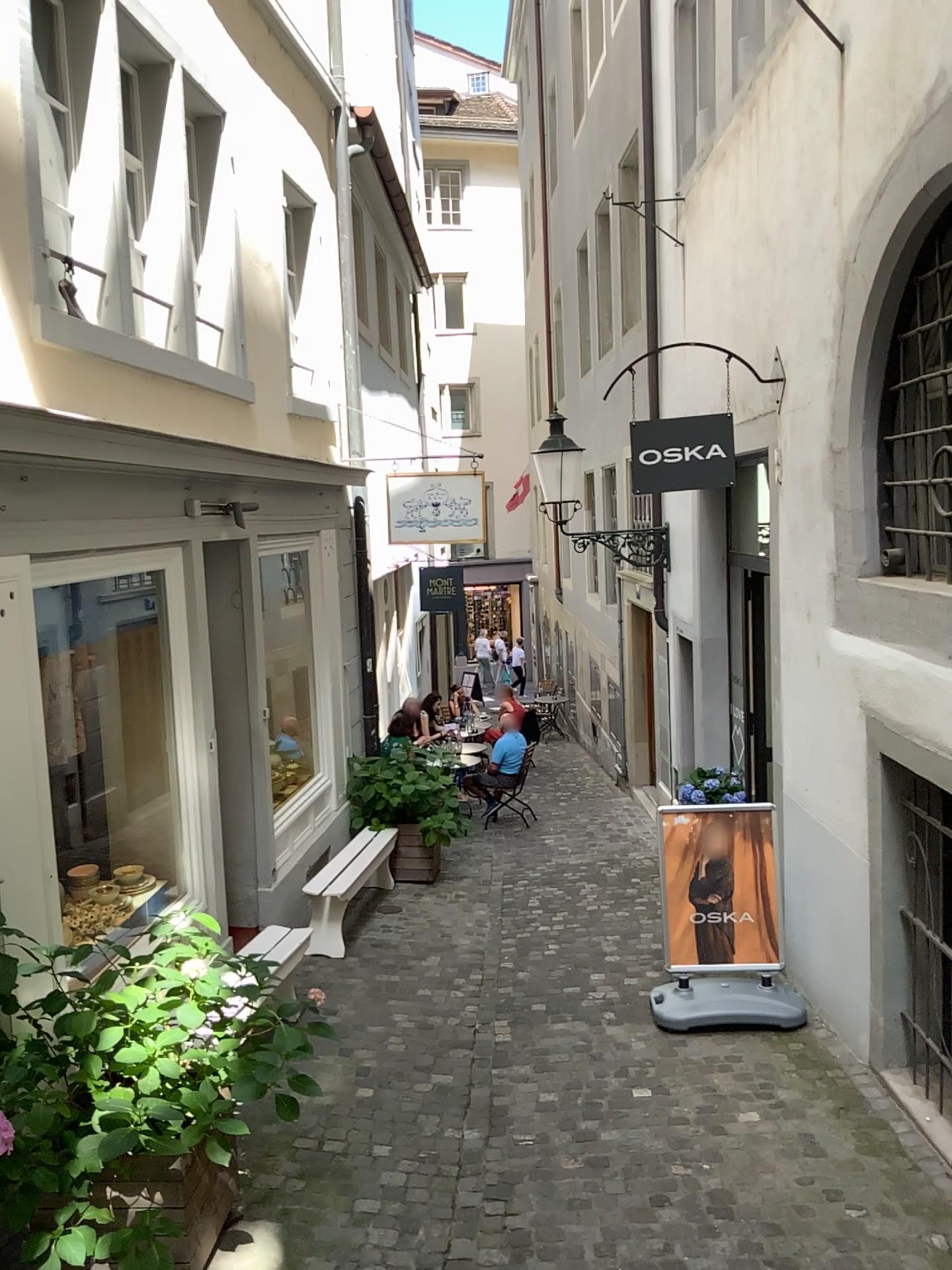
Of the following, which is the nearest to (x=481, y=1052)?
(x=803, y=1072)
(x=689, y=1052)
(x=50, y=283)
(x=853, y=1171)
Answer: (x=689, y=1052)
